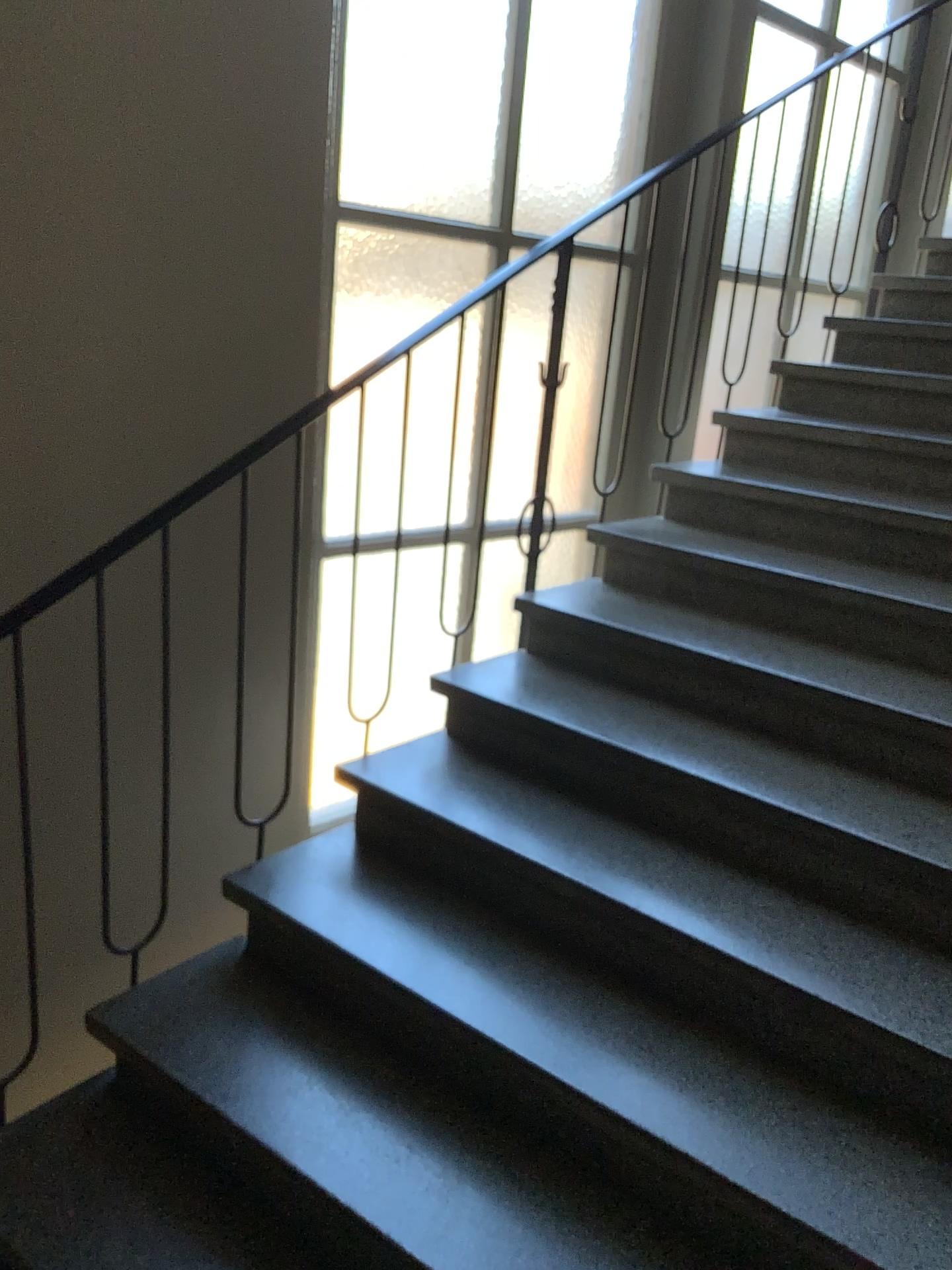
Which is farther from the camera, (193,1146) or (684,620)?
(684,620)
